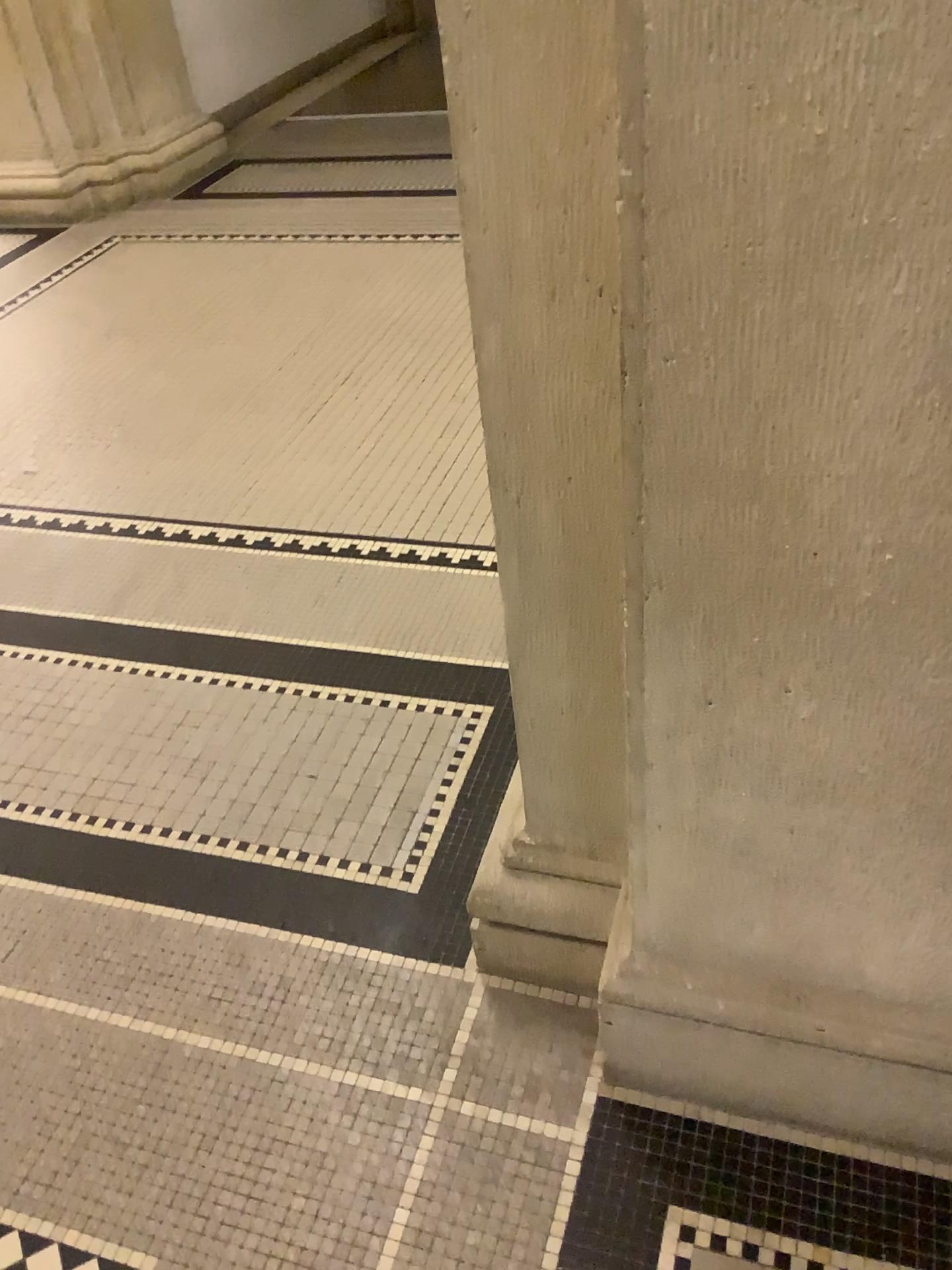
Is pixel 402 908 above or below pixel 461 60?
below

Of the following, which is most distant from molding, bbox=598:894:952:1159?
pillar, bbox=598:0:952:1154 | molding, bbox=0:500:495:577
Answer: molding, bbox=0:500:495:577

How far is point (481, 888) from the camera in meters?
1.5

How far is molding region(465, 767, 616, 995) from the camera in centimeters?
151cm

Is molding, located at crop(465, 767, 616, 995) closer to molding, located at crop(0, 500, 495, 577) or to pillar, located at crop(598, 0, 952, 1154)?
pillar, located at crop(598, 0, 952, 1154)

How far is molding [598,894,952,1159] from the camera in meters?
1.3 m

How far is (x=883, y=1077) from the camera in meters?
1.3

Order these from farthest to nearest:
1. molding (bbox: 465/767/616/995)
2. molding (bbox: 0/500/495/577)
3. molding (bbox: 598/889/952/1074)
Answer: molding (bbox: 0/500/495/577) → molding (bbox: 465/767/616/995) → molding (bbox: 598/889/952/1074)

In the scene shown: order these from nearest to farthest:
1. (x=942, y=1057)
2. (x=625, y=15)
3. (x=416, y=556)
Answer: (x=625, y=15)
(x=942, y=1057)
(x=416, y=556)

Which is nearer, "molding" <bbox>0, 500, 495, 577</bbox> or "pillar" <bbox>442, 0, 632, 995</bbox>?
"pillar" <bbox>442, 0, 632, 995</bbox>
